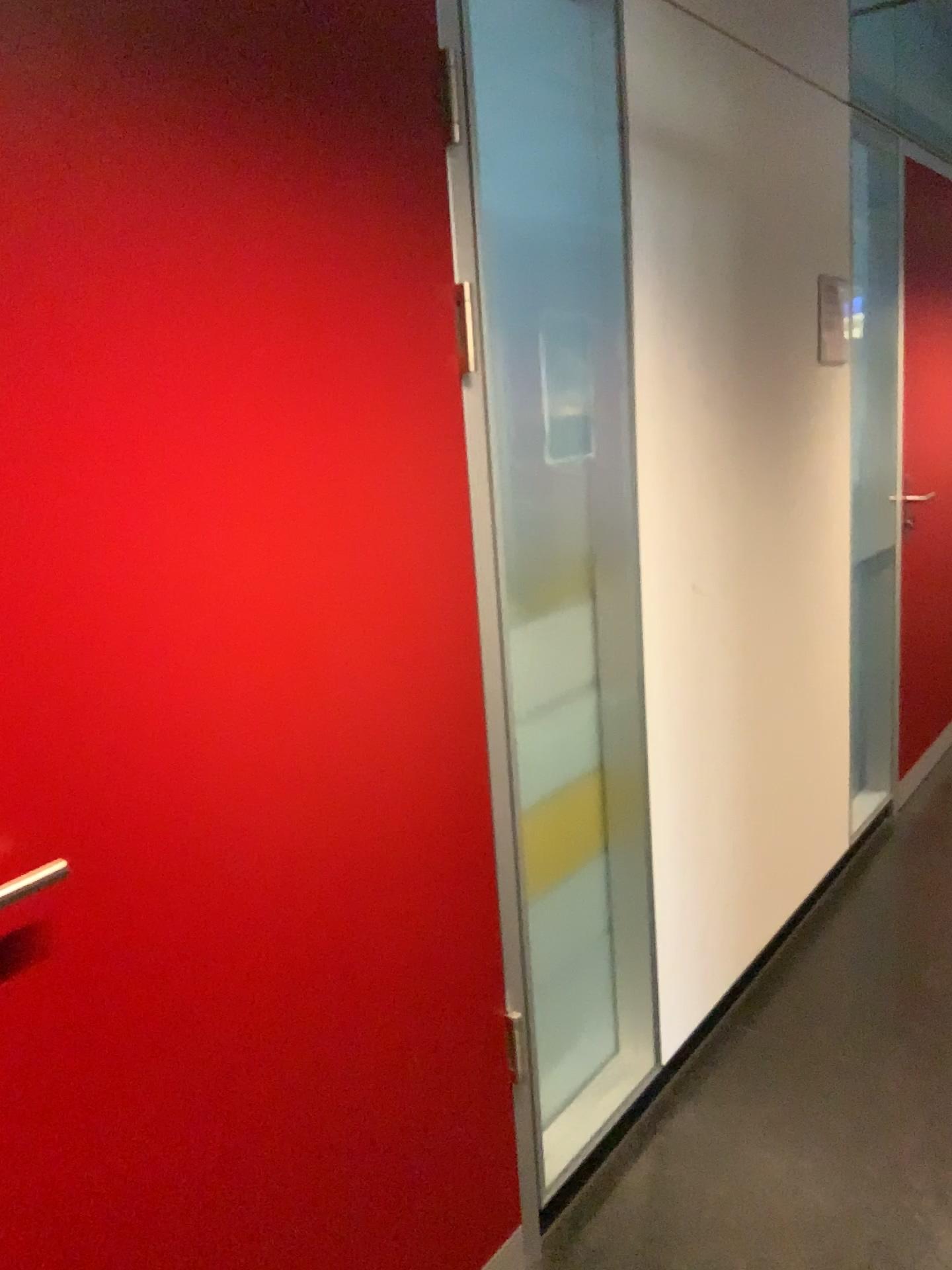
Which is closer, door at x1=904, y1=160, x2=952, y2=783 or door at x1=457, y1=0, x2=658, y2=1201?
door at x1=457, y1=0, x2=658, y2=1201

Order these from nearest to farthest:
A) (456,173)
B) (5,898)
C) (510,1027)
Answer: (5,898) < (456,173) < (510,1027)

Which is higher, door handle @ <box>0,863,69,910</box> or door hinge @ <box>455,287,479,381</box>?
door hinge @ <box>455,287,479,381</box>

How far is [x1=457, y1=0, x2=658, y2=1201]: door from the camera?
1.91m

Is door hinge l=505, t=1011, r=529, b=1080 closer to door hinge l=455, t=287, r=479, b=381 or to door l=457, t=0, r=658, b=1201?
door l=457, t=0, r=658, b=1201

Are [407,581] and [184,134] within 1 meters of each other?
yes

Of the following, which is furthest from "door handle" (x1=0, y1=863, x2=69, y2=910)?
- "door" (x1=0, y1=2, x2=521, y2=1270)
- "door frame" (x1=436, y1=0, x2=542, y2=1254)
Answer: "door frame" (x1=436, y1=0, x2=542, y2=1254)

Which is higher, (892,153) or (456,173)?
(892,153)

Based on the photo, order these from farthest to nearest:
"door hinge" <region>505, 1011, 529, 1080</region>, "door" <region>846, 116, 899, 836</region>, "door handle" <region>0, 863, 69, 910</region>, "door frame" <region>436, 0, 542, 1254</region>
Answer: "door" <region>846, 116, 899, 836</region>
"door hinge" <region>505, 1011, 529, 1080</region>
"door frame" <region>436, 0, 542, 1254</region>
"door handle" <region>0, 863, 69, 910</region>

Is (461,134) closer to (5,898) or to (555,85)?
(555,85)
